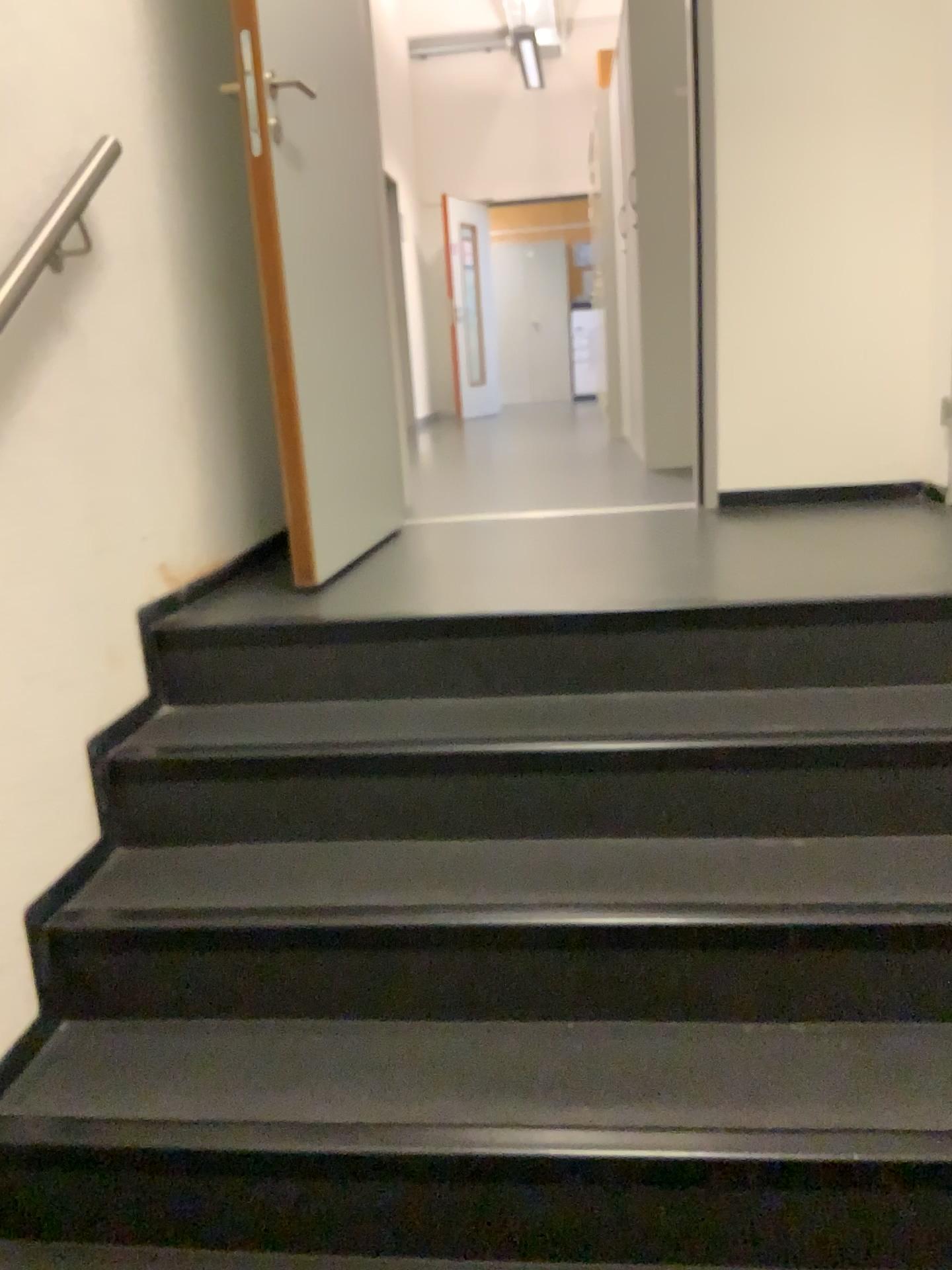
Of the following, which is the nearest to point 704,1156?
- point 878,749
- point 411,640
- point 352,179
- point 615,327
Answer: point 878,749

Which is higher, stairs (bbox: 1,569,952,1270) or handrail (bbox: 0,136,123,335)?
handrail (bbox: 0,136,123,335)

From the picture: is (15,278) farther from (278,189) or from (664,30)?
(664,30)

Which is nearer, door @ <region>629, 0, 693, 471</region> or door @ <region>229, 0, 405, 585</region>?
door @ <region>229, 0, 405, 585</region>

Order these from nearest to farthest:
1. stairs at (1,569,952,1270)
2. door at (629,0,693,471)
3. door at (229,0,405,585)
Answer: stairs at (1,569,952,1270), door at (229,0,405,585), door at (629,0,693,471)

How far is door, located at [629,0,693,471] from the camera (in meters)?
4.06

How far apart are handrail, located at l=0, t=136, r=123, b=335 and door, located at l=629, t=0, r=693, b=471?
2.6 meters

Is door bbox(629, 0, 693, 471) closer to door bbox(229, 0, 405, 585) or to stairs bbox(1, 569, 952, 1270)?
door bbox(229, 0, 405, 585)

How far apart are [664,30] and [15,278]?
3.3 meters

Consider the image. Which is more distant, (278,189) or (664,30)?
(664,30)
